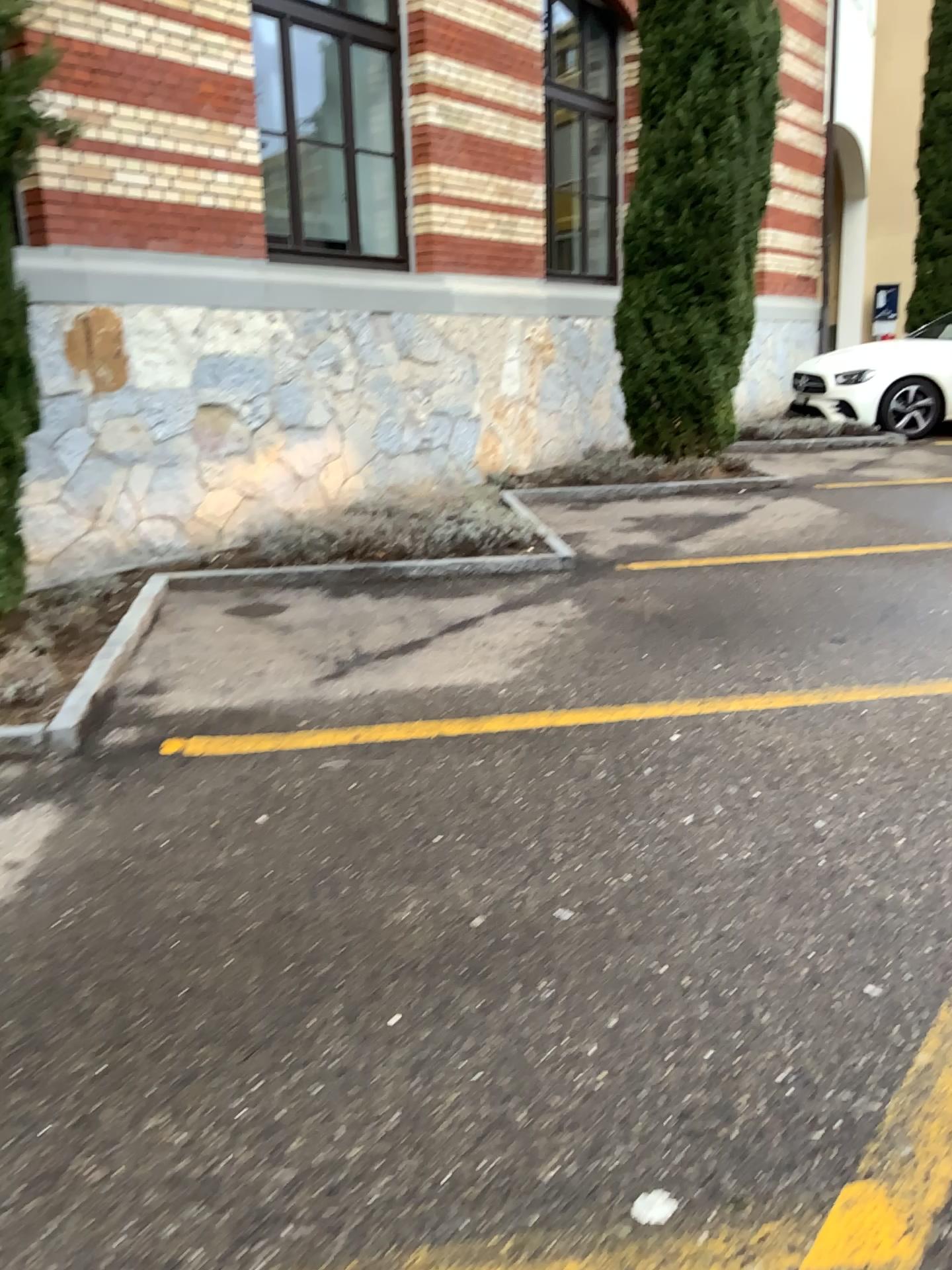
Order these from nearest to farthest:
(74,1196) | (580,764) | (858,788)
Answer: (74,1196)
(858,788)
(580,764)
